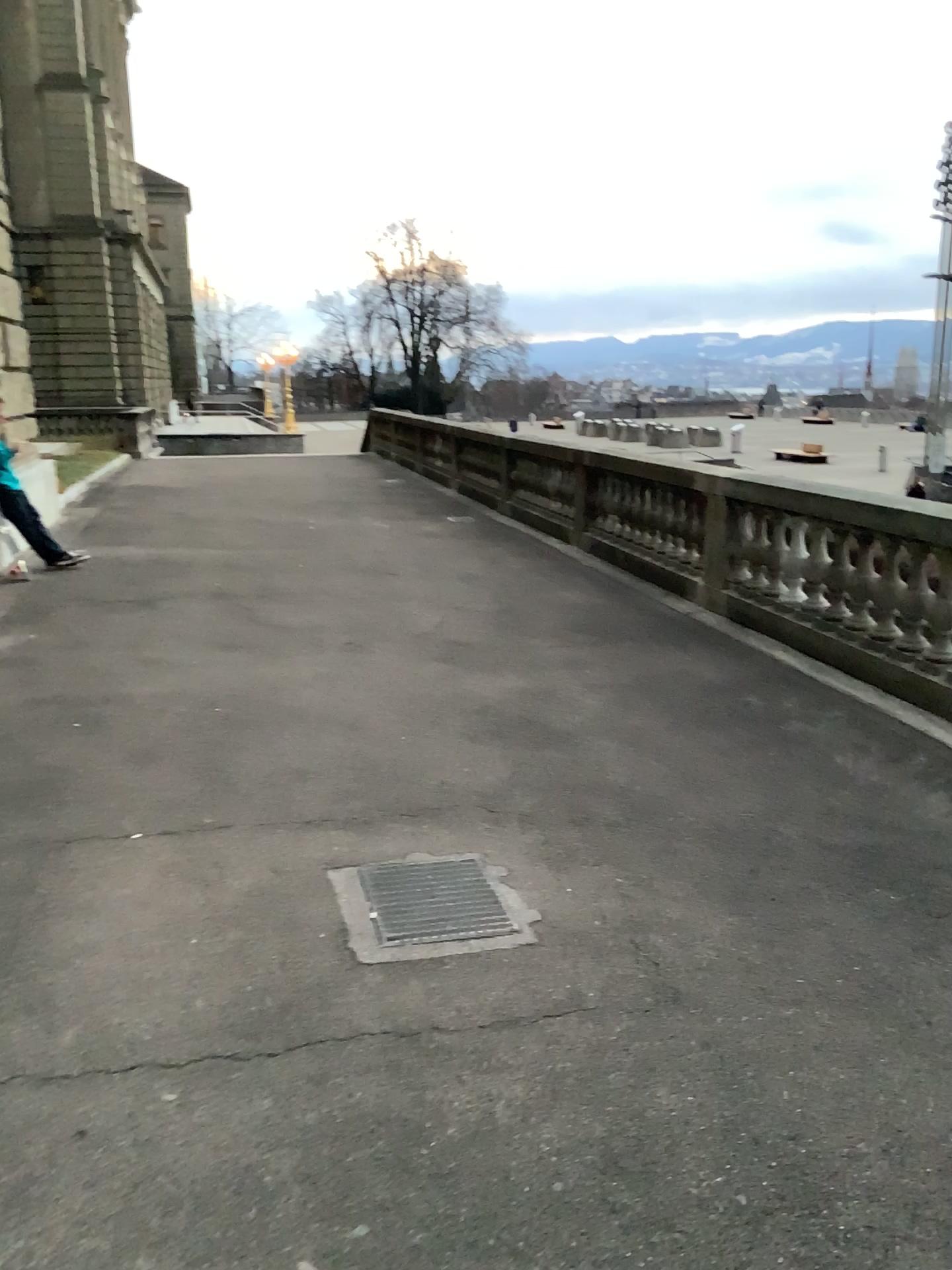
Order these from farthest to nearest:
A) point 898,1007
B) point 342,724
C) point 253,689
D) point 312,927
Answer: point 253,689 < point 342,724 < point 312,927 < point 898,1007
